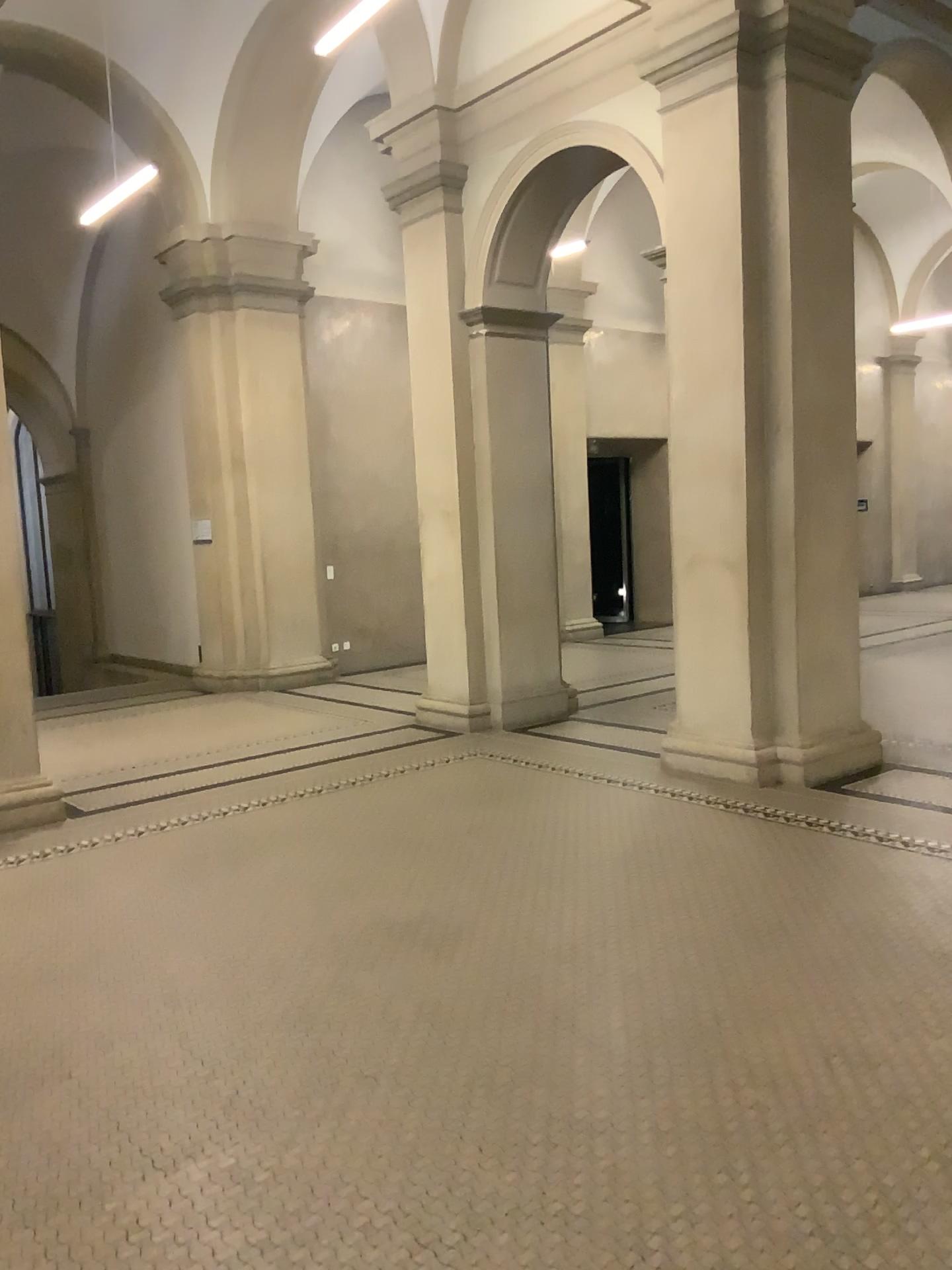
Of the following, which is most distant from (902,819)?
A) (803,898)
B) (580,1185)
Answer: (580,1185)
